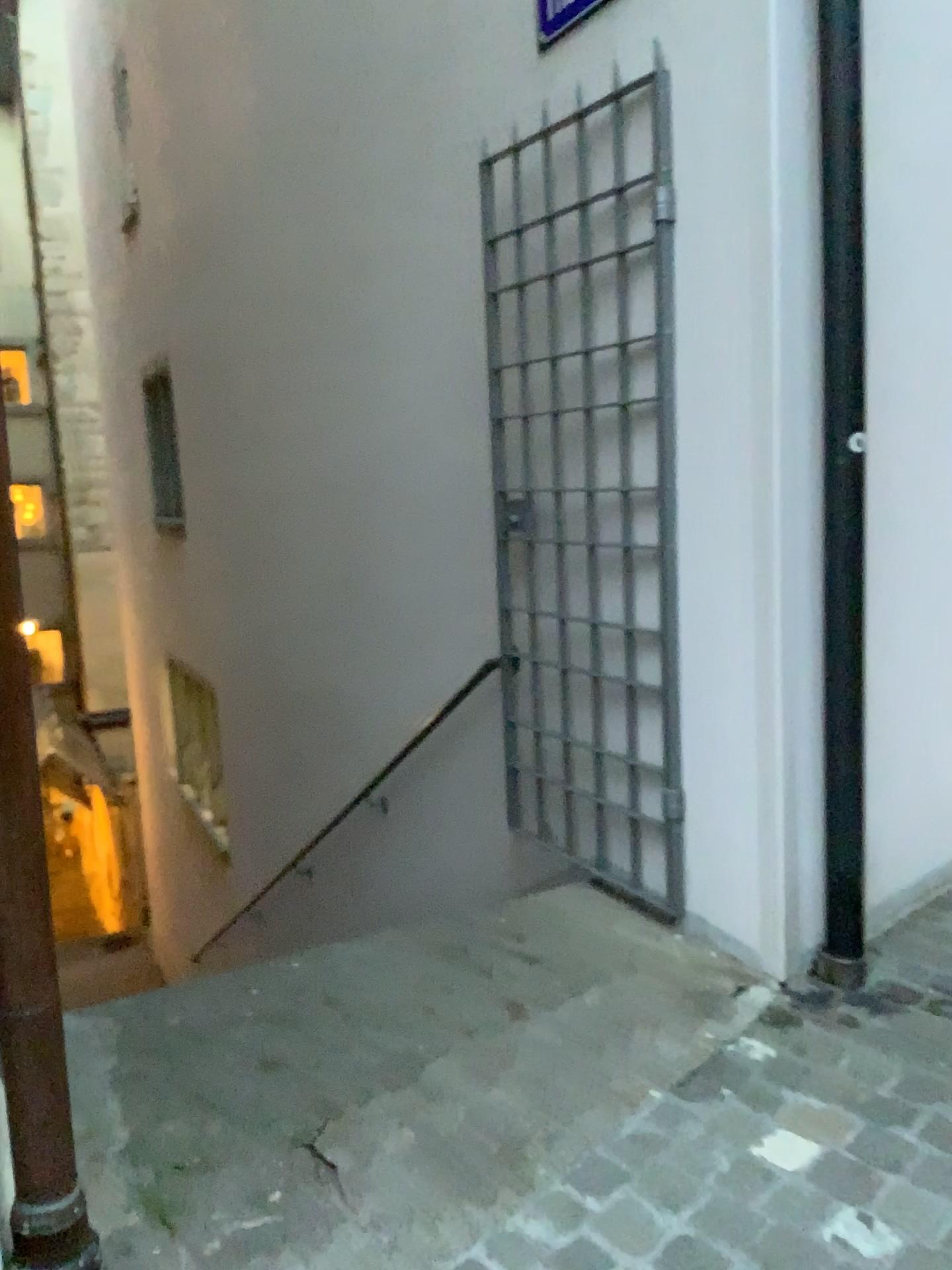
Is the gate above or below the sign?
below

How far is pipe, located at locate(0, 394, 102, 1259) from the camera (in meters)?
1.22

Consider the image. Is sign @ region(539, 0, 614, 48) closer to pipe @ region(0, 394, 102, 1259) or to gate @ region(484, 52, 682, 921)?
gate @ region(484, 52, 682, 921)

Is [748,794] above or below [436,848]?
above

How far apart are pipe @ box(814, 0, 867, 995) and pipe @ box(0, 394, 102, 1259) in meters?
1.7

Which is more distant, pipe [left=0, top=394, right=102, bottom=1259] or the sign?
the sign

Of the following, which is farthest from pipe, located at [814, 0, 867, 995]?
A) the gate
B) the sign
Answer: the sign

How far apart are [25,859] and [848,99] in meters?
2.1 m

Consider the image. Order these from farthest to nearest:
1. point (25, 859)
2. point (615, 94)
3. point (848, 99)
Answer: point (615, 94) → point (848, 99) → point (25, 859)

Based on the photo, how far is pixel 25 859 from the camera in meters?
1.2 m
